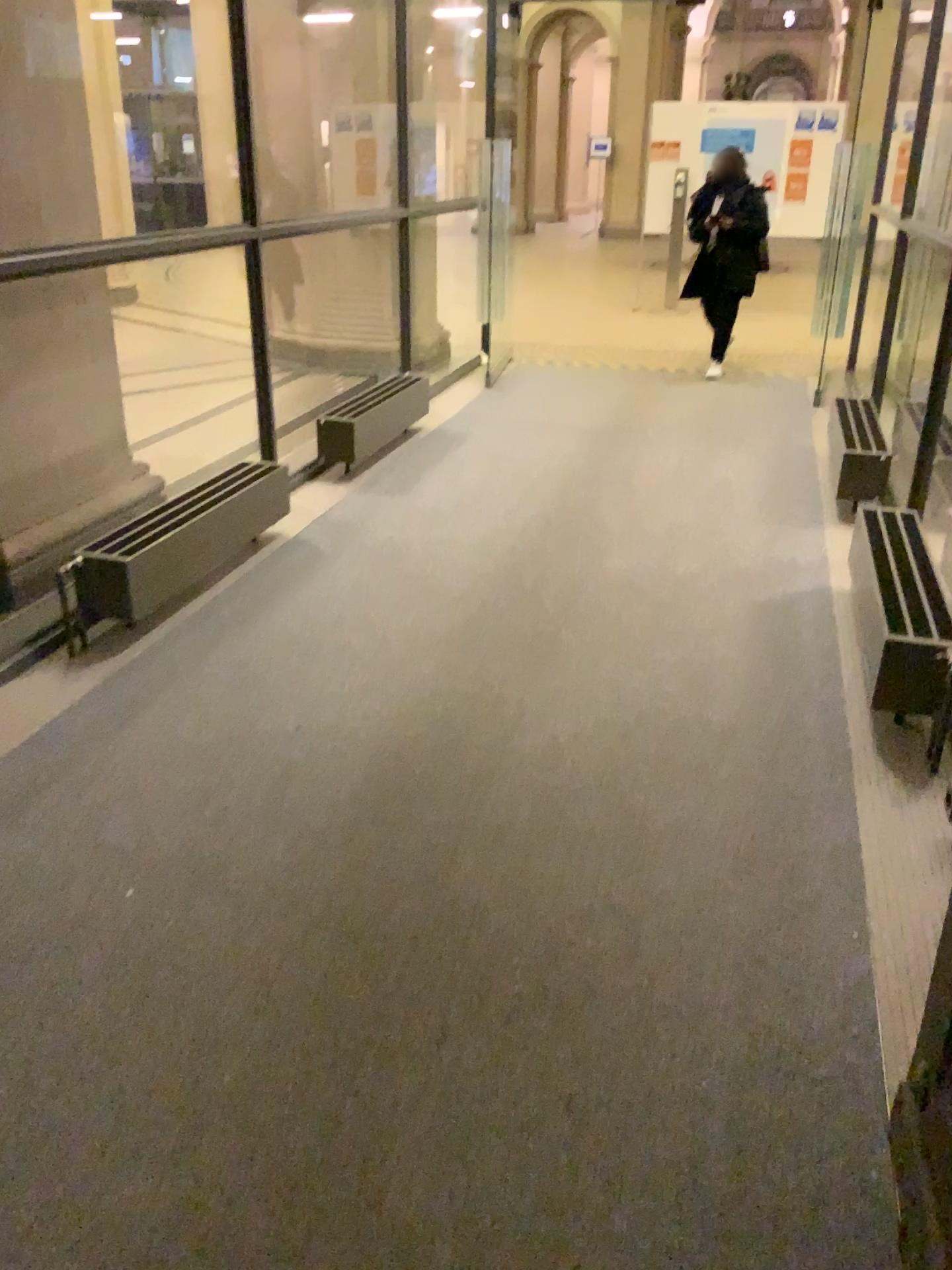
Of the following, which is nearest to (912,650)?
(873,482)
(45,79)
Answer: (873,482)

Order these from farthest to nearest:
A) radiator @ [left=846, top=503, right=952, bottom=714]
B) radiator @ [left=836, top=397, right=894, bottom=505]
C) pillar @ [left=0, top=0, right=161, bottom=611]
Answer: radiator @ [left=836, top=397, right=894, bottom=505], pillar @ [left=0, top=0, right=161, bottom=611], radiator @ [left=846, top=503, right=952, bottom=714]

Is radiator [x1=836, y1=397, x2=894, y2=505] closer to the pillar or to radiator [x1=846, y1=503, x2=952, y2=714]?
radiator [x1=846, y1=503, x2=952, y2=714]

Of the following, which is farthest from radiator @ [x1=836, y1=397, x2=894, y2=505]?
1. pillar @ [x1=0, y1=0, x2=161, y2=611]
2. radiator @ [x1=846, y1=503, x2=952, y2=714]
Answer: pillar @ [x1=0, y1=0, x2=161, y2=611]

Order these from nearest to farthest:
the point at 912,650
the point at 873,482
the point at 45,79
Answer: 1. the point at 912,650
2. the point at 45,79
3. the point at 873,482

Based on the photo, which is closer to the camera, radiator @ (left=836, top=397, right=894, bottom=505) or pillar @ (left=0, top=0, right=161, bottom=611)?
pillar @ (left=0, top=0, right=161, bottom=611)

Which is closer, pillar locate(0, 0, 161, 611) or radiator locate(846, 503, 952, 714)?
radiator locate(846, 503, 952, 714)

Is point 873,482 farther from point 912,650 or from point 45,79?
point 45,79

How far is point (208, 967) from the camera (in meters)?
2.03
